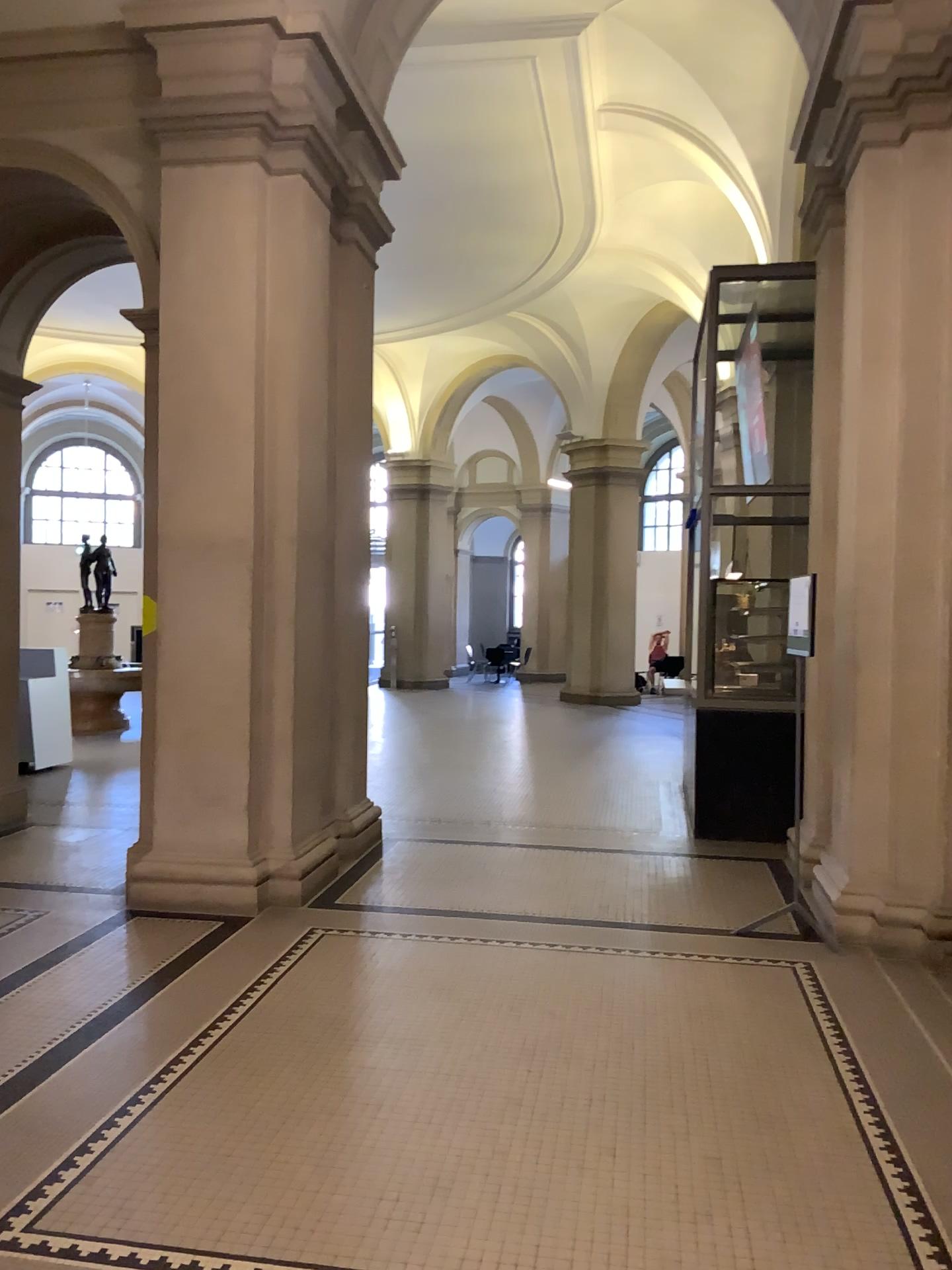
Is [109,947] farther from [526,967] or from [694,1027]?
[694,1027]
